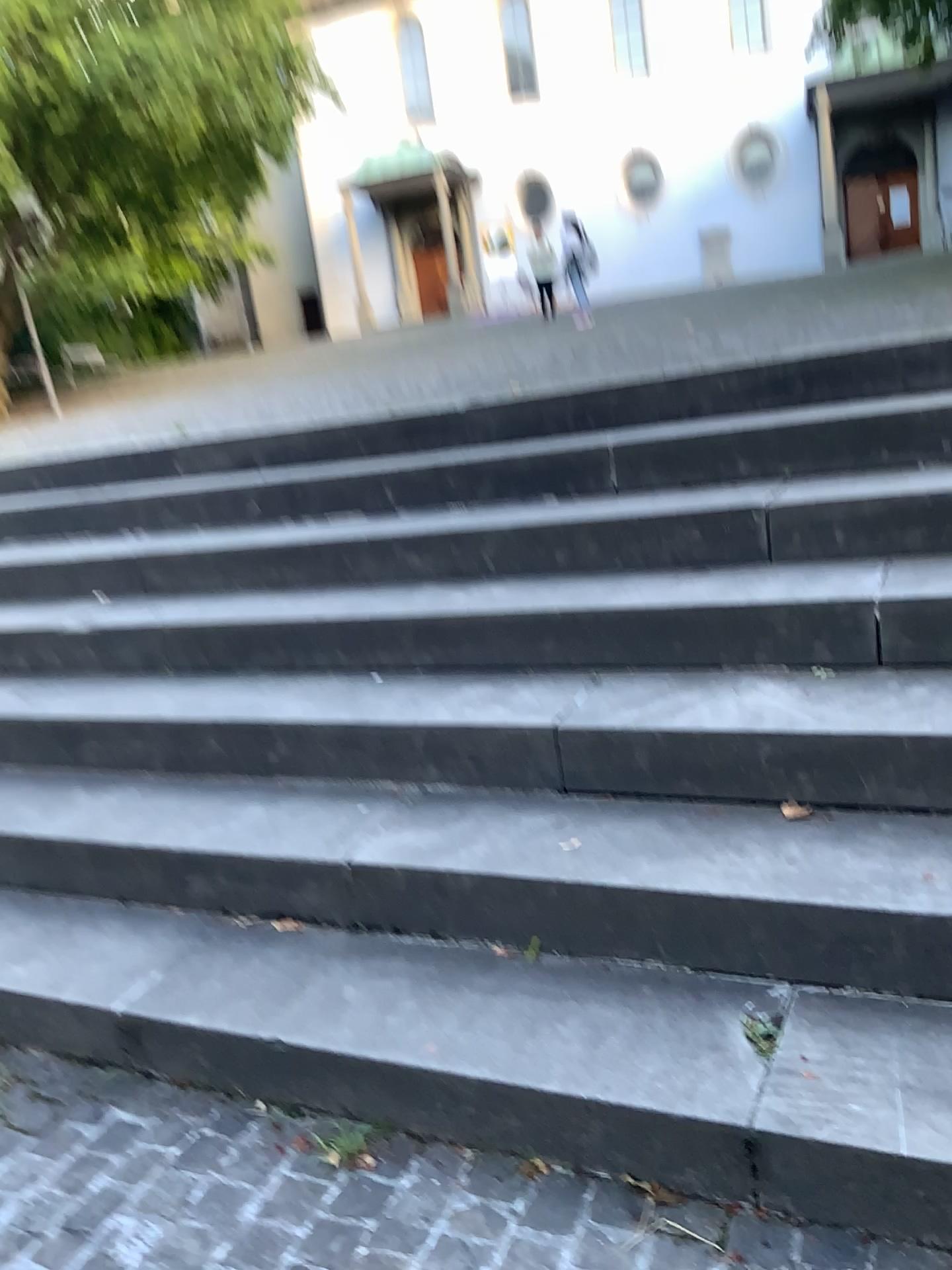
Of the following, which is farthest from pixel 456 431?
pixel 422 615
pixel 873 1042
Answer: pixel 873 1042
